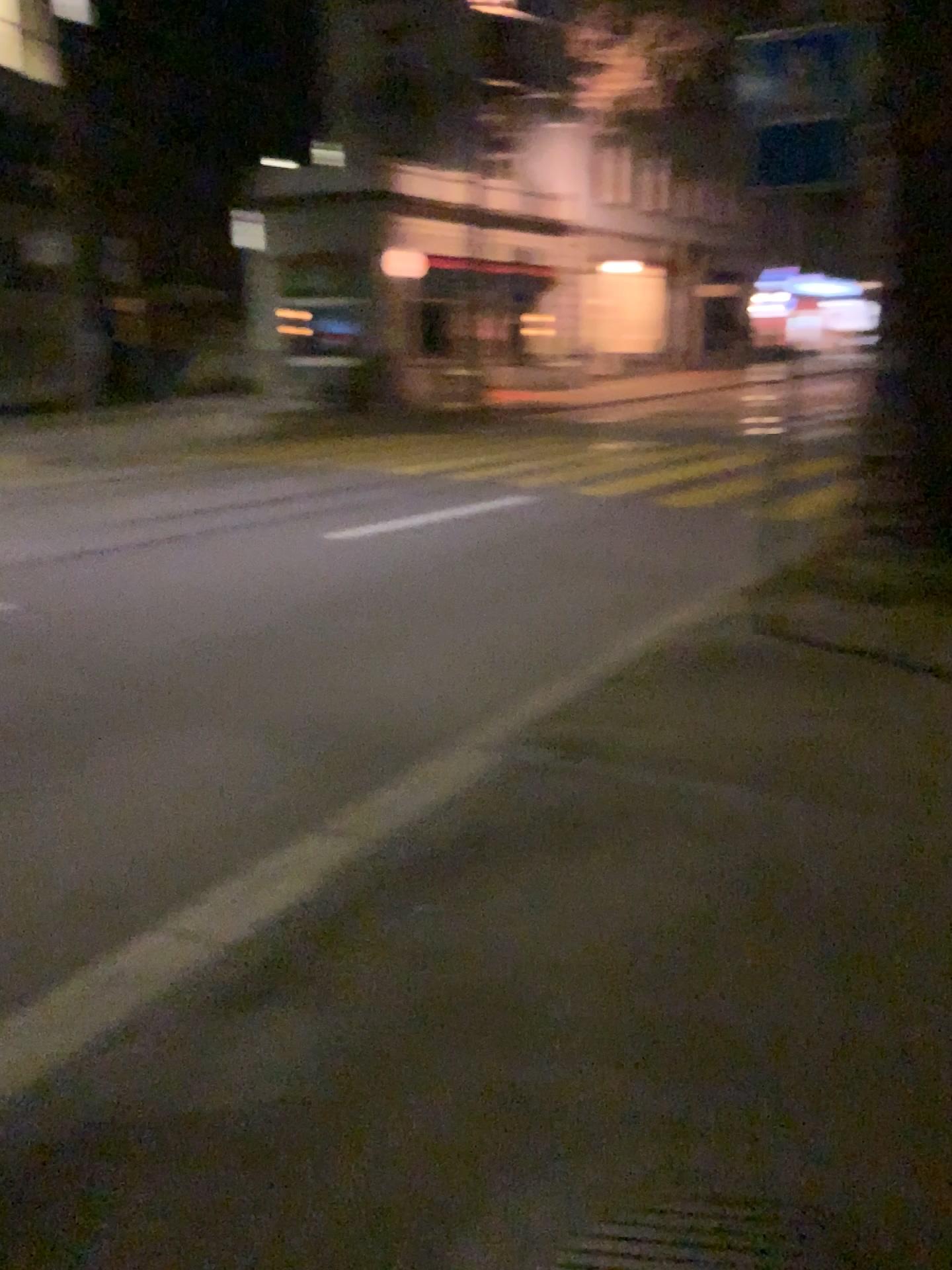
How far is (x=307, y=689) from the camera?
5.2m

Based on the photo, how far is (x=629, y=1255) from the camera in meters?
1.9

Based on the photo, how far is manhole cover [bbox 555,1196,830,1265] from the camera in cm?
186
